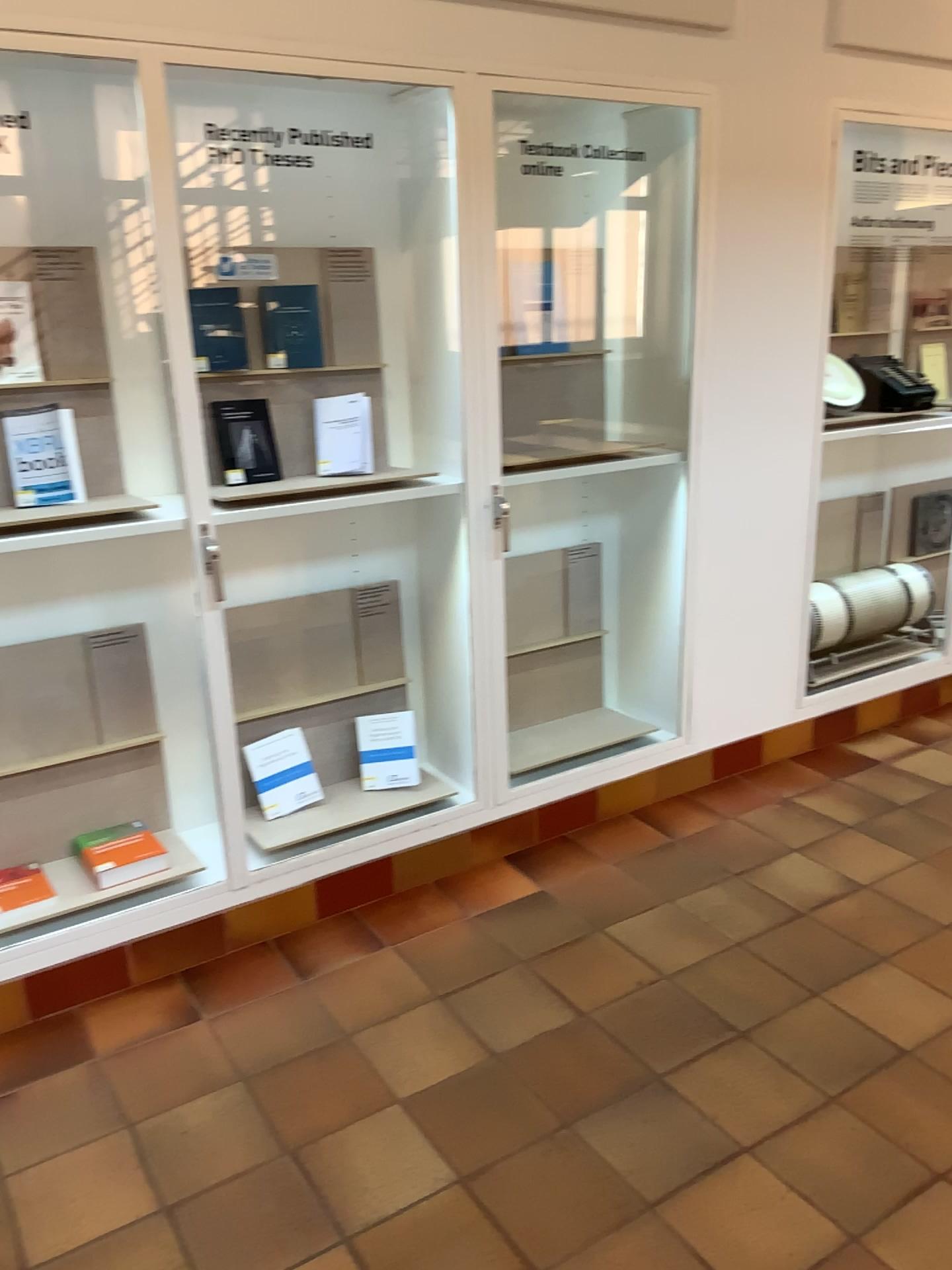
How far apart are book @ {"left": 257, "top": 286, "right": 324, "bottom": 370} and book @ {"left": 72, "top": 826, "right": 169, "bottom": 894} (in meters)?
1.33

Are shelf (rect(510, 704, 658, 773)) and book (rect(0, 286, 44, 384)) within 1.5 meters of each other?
no

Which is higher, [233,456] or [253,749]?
[233,456]

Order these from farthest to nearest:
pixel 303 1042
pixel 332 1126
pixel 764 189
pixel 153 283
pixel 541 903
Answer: pixel 764 189 → pixel 541 903 → pixel 153 283 → pixel 303 1042 → pixel 332 1126

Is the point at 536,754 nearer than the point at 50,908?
No

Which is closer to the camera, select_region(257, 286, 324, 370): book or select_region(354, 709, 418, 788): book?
select_region(257, 286, 324, 370): book

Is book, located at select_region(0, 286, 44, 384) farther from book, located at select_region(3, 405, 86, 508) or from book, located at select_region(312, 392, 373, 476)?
book, located at select_region(312, 392, 373, 476)

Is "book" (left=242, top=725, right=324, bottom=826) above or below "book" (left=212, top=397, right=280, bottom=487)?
below

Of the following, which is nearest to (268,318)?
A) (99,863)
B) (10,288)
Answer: (10,288)

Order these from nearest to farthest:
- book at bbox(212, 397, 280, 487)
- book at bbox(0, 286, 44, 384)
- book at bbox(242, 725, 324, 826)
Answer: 1. book at bbox(0, 286, 44, 384)
2. book at bbox(212, 397, 280, 487)
3. book at bbox(242, 725, 324, 826)
